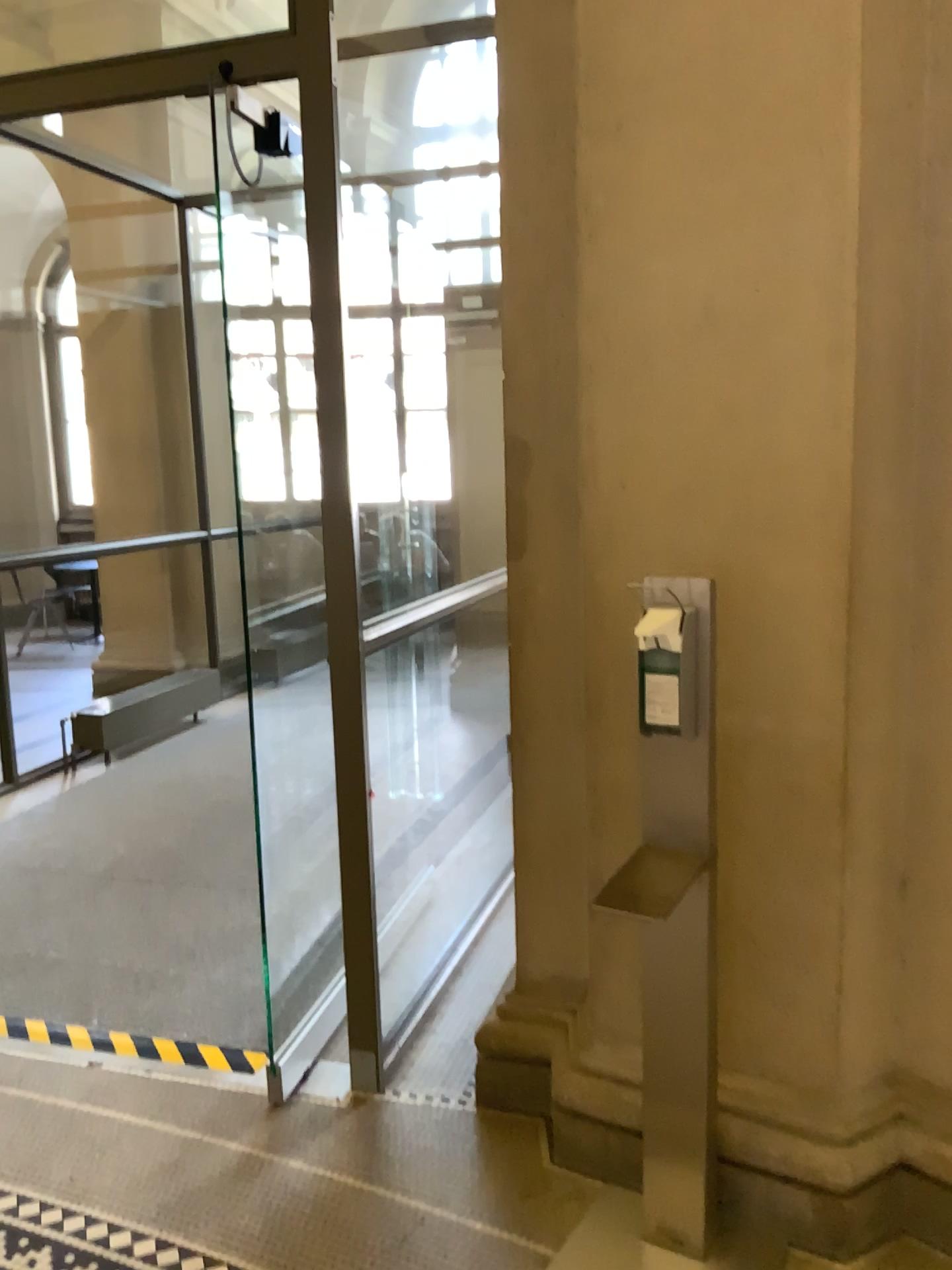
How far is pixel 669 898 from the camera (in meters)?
1.86

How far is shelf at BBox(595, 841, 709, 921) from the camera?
1.9 meters

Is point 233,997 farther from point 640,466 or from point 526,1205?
point 640,466
